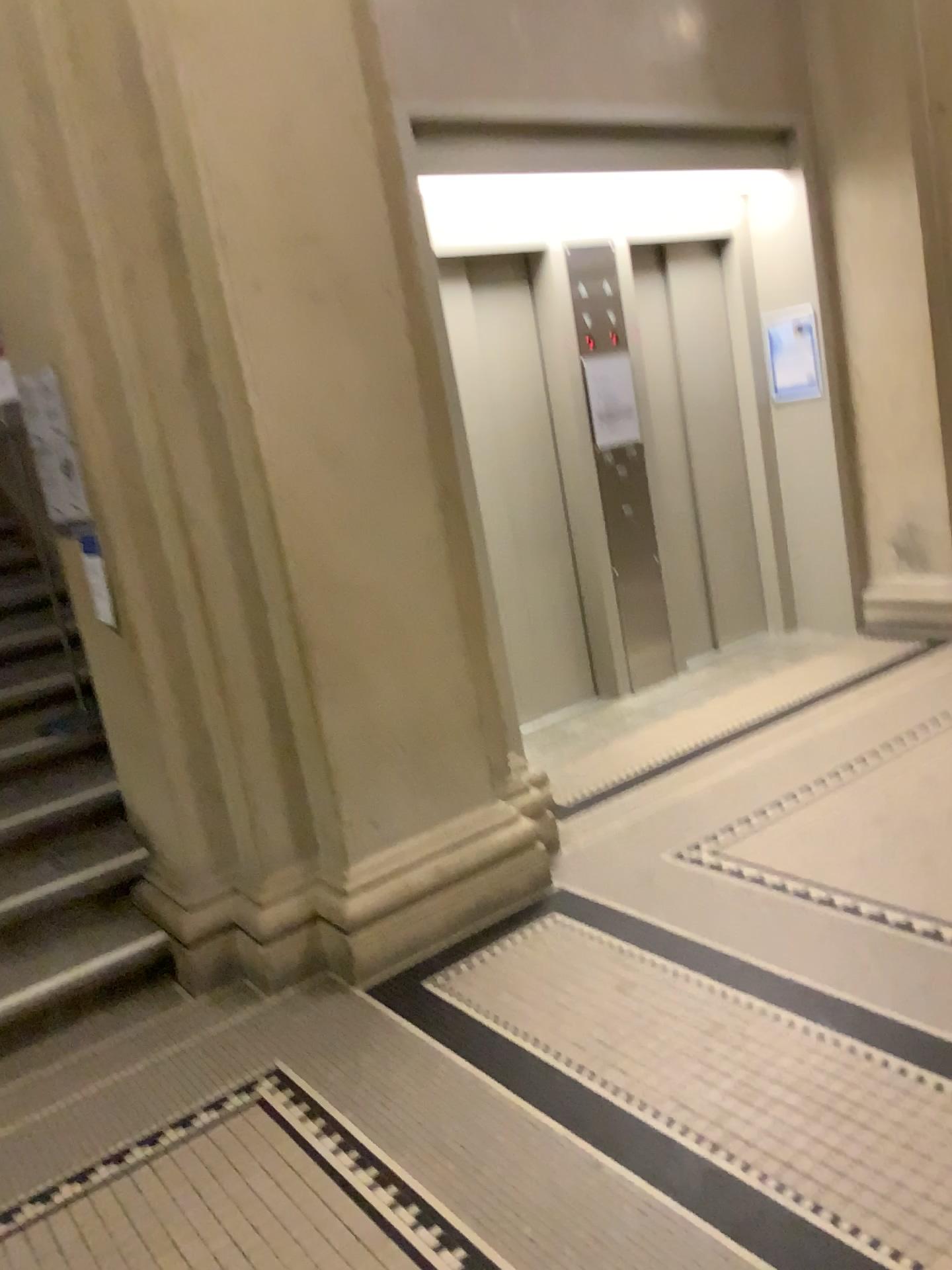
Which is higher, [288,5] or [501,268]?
[288,5]

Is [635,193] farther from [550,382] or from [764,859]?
[764,859]

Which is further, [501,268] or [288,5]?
[501,268]

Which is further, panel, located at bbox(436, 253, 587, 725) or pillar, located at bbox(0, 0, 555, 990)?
panel, located at bbox(436, 253, 587, 725)
